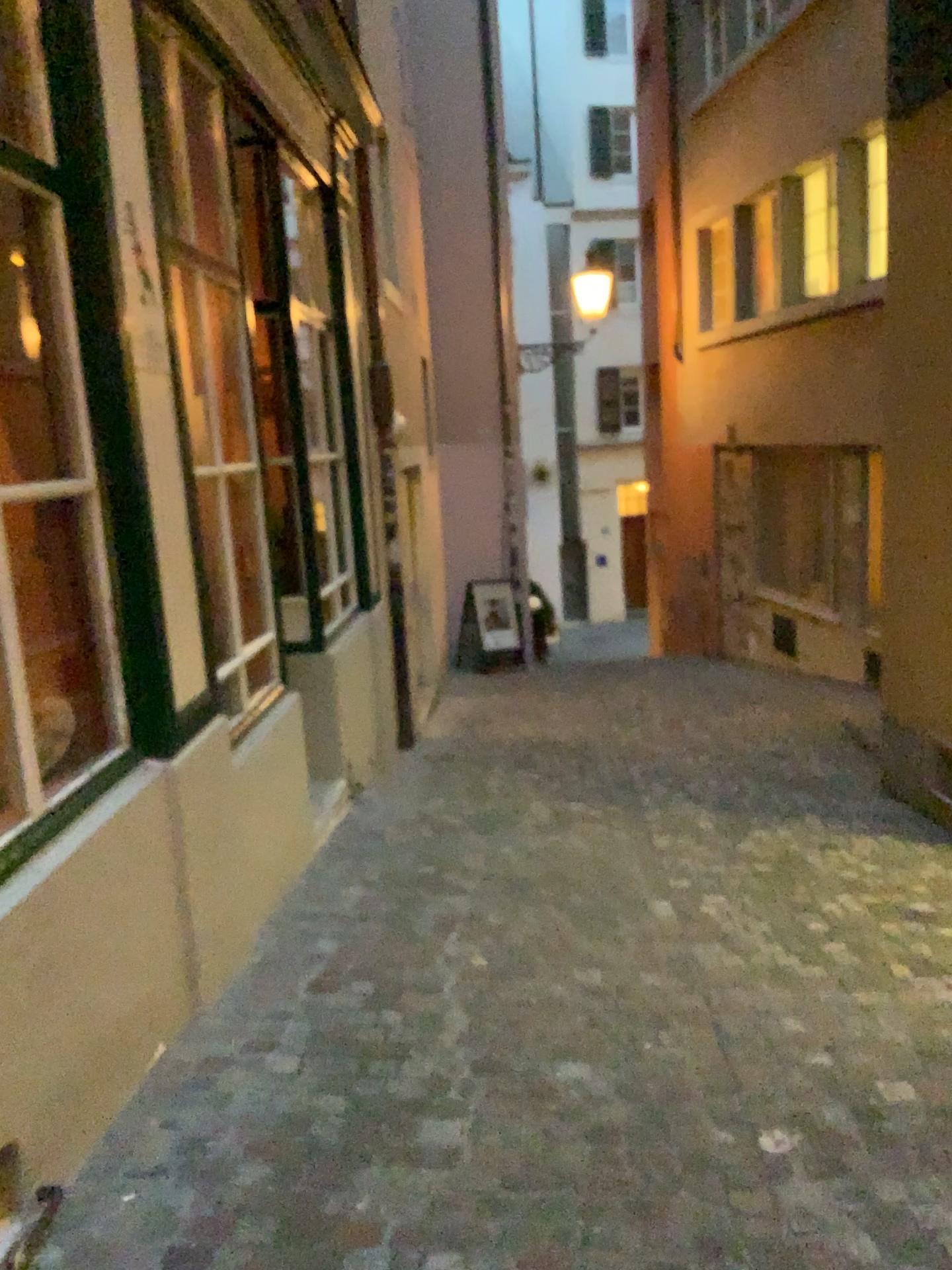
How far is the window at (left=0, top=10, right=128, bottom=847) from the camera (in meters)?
2.52

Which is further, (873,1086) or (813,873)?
(813,873)

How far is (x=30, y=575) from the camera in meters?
2.5 m
